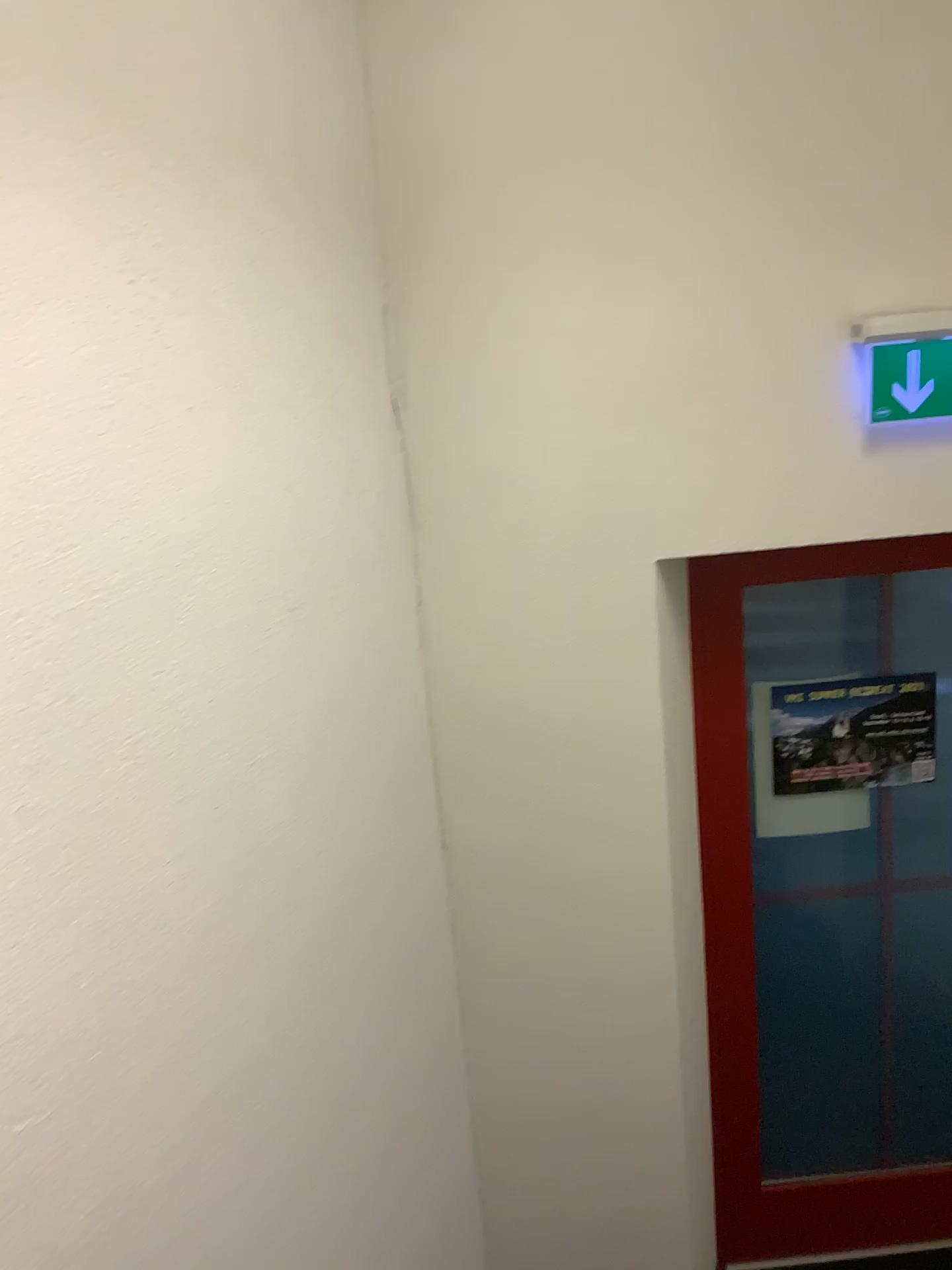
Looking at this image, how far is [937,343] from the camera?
2.1 meters

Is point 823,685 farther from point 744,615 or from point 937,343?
point 937,343

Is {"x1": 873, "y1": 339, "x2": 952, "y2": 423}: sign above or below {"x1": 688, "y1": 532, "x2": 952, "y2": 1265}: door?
above

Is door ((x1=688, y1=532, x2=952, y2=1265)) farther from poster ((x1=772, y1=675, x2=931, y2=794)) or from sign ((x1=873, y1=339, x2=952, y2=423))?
sign ((x1=873, y1=339, x2=952, y2=423))

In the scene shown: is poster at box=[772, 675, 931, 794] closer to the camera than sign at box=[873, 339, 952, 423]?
No

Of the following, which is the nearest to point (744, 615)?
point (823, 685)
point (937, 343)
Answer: point (823, 685)

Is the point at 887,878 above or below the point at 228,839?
below

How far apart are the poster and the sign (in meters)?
0.75

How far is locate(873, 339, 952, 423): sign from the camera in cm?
213

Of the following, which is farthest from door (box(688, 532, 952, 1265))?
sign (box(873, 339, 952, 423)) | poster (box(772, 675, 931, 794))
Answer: sign (box(873, 339, 952, 423))
